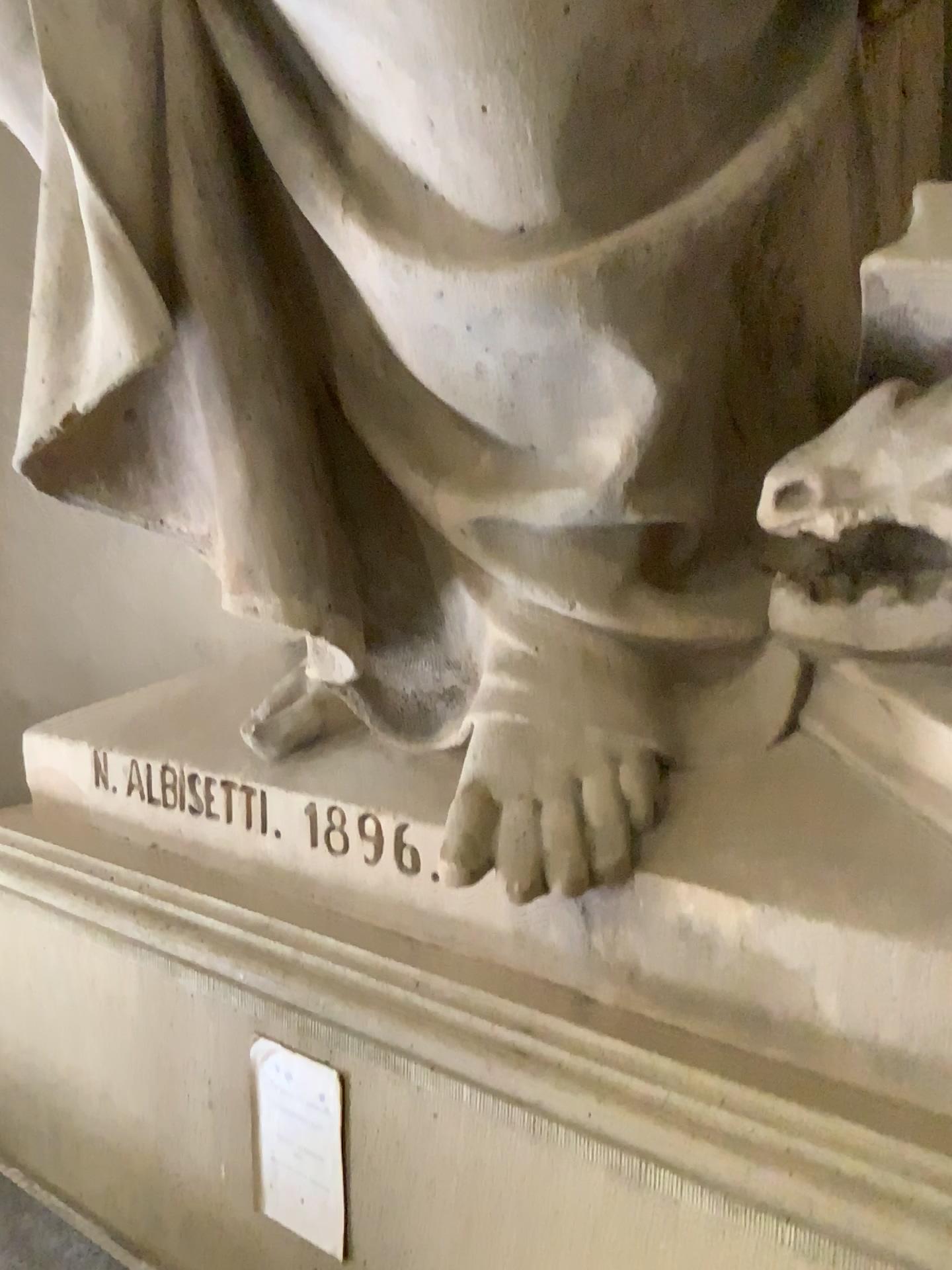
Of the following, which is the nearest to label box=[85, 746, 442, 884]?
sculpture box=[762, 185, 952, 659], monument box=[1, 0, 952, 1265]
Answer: monument box=[1, 0, 952, 1265]

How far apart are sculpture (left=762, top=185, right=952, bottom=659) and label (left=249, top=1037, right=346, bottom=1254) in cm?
65

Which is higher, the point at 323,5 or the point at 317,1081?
the point at 323,5

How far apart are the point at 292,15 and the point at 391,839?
0.8m

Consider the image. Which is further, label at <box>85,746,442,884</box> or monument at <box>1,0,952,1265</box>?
label at <box>85,746,442,884</box>

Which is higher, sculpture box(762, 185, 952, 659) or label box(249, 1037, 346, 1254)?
sculpture box(762, 185, 952, 659)

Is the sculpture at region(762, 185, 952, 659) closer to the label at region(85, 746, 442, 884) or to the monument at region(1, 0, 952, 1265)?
the monument at region(1, 0, 952, 1265)

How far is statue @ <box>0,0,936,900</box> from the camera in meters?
0.9

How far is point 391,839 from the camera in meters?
1.1 m

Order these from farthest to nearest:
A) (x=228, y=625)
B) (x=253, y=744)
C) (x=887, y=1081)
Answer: (x=228, y=625)
(x=253, y=744)
(x=887, y=1081)
